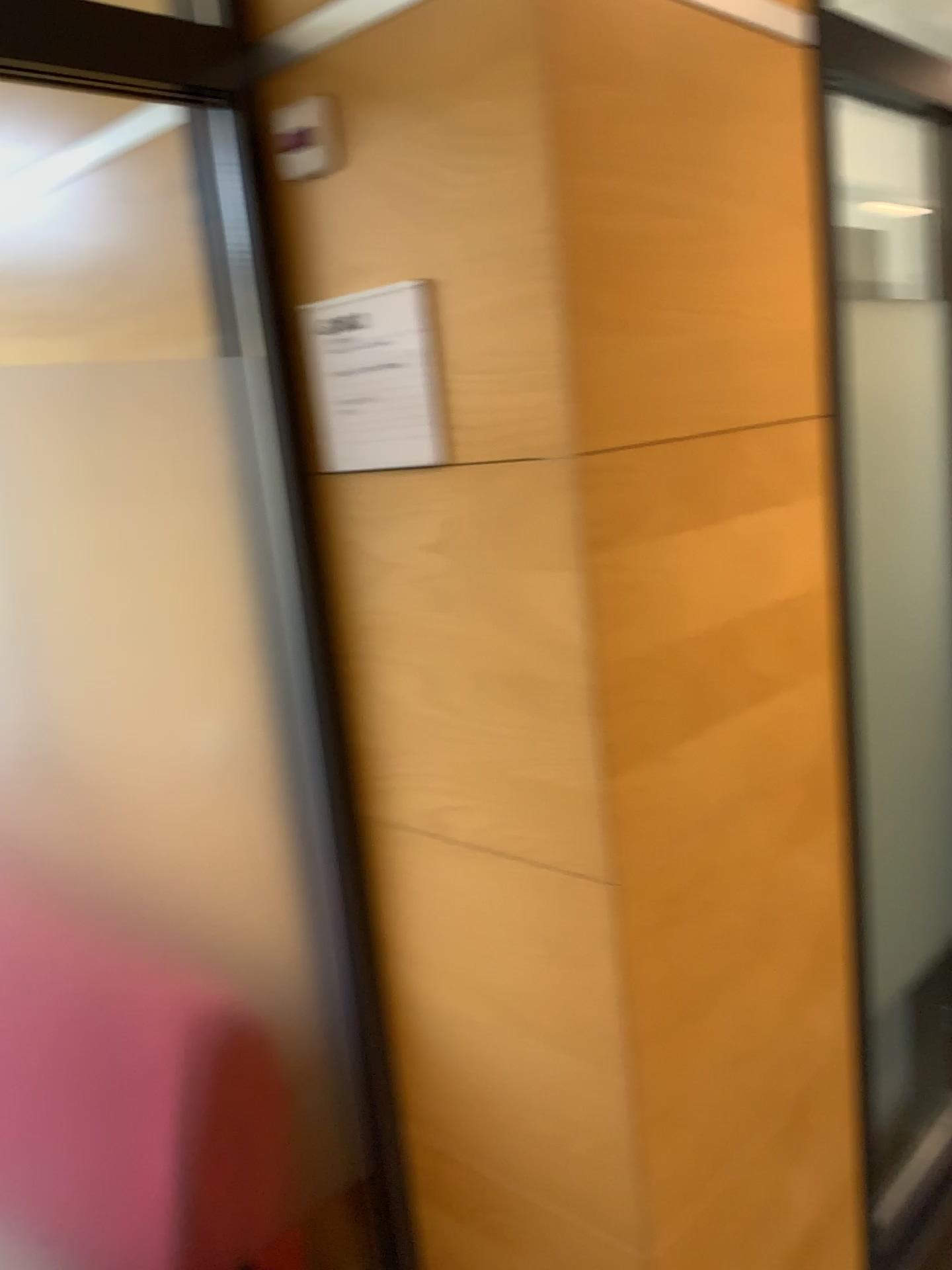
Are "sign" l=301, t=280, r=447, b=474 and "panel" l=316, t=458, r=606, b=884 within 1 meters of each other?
yes

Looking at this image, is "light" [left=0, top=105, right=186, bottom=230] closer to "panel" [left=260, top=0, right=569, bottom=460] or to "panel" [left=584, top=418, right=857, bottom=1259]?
"panel" [left=260, top=0, right=569, bottom=460]

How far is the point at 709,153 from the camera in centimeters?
133cm

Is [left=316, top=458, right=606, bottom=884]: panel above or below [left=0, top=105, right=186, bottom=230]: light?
below

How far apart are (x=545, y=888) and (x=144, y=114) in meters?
1.2

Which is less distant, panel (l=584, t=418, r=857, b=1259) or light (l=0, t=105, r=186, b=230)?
panel (l=584, t=418, r=857, b=1259)

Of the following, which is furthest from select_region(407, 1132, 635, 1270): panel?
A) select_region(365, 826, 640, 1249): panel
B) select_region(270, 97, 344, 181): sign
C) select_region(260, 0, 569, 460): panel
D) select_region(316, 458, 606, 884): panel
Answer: select_region(270, 97, 344, 181): sign

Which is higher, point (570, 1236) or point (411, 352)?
point (411, 352)

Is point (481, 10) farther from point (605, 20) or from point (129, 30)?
point (129, 30)

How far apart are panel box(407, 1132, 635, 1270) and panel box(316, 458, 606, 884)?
0.5 meters
